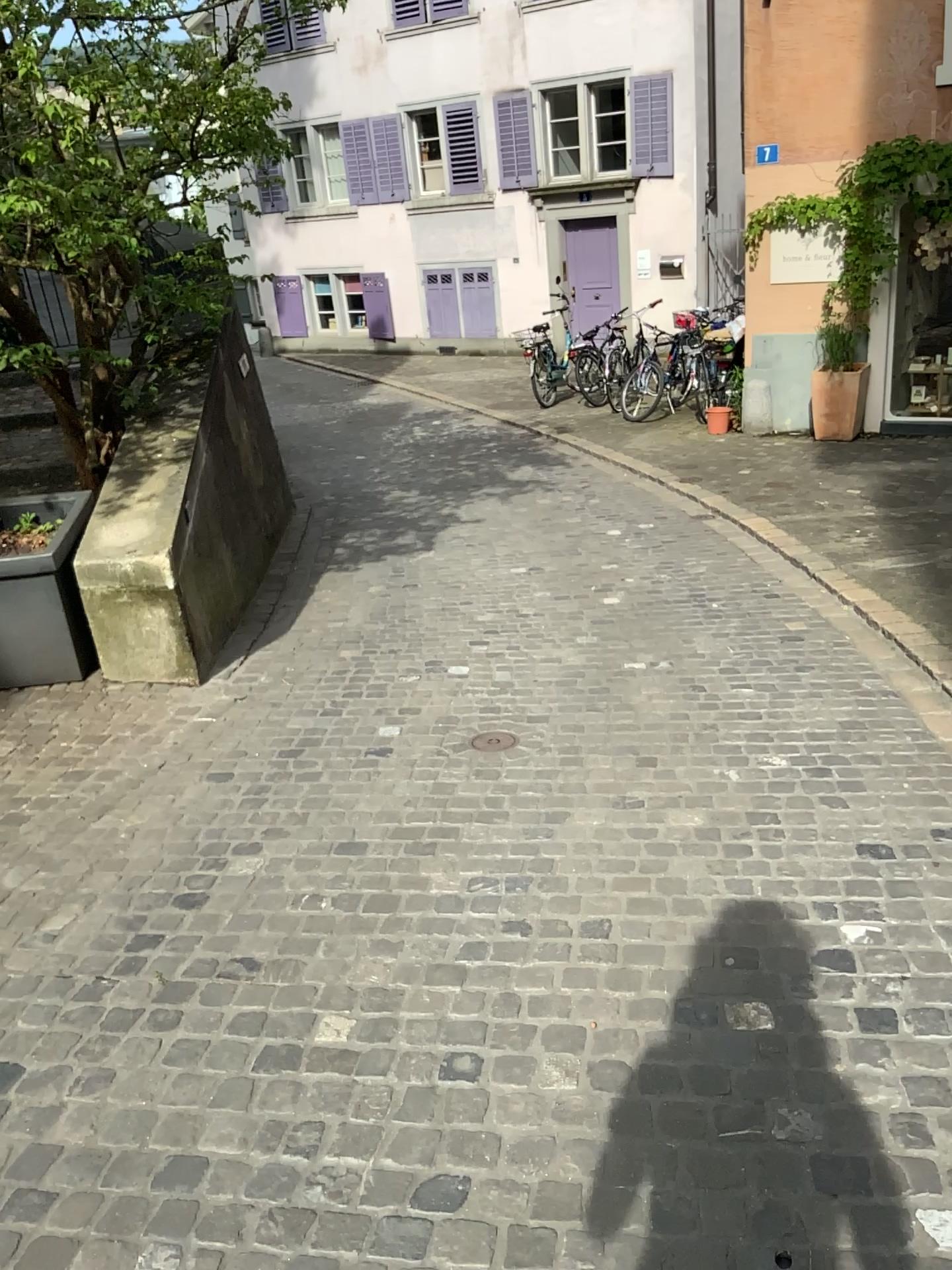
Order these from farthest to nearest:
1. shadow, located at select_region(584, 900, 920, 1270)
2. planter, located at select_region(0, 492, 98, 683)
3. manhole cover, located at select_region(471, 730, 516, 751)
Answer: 1. planter, located at select_region(0, 492, 98, 683)
2. manhole cover, located at select_region(471, 730, 516, 751)
3. shadow, located at select_region(584, 900, 920, 1270)

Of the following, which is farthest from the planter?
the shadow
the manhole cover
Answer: the shadow

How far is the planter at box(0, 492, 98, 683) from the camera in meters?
4.4

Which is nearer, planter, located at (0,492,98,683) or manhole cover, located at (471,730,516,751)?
manhole cover, located at (471,730,516,751)

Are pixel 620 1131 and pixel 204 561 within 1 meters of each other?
no

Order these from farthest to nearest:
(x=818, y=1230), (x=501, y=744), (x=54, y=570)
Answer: (x=54, y=570)
(x=501, y=744)
(x=818, y=1230)

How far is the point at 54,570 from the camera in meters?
4.4 m

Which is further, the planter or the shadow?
the planter

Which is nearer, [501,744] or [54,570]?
[501,744]

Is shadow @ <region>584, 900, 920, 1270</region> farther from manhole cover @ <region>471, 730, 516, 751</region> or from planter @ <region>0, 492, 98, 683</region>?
planter @ <region>0, 492, 98, 683</region>
